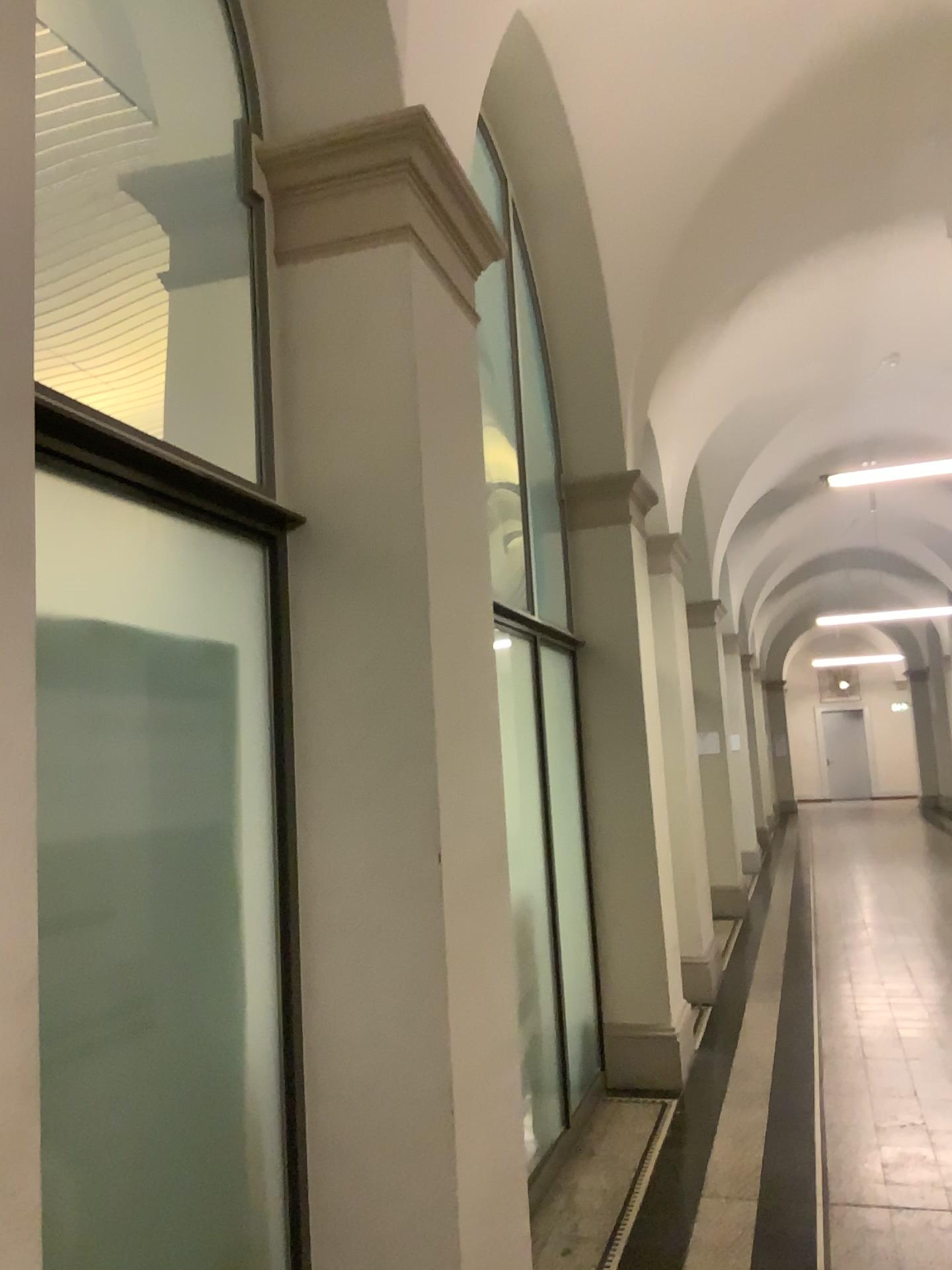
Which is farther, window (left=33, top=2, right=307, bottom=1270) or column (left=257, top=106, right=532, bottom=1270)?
column (left=257, top=106, right=532, bottom=1270)

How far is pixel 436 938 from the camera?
2.20m

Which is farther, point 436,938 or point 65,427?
point 436,938

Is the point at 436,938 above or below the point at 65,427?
below

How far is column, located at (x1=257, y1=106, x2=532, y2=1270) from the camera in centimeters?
220cm

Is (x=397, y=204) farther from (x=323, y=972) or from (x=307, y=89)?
(x=323, y=972)
